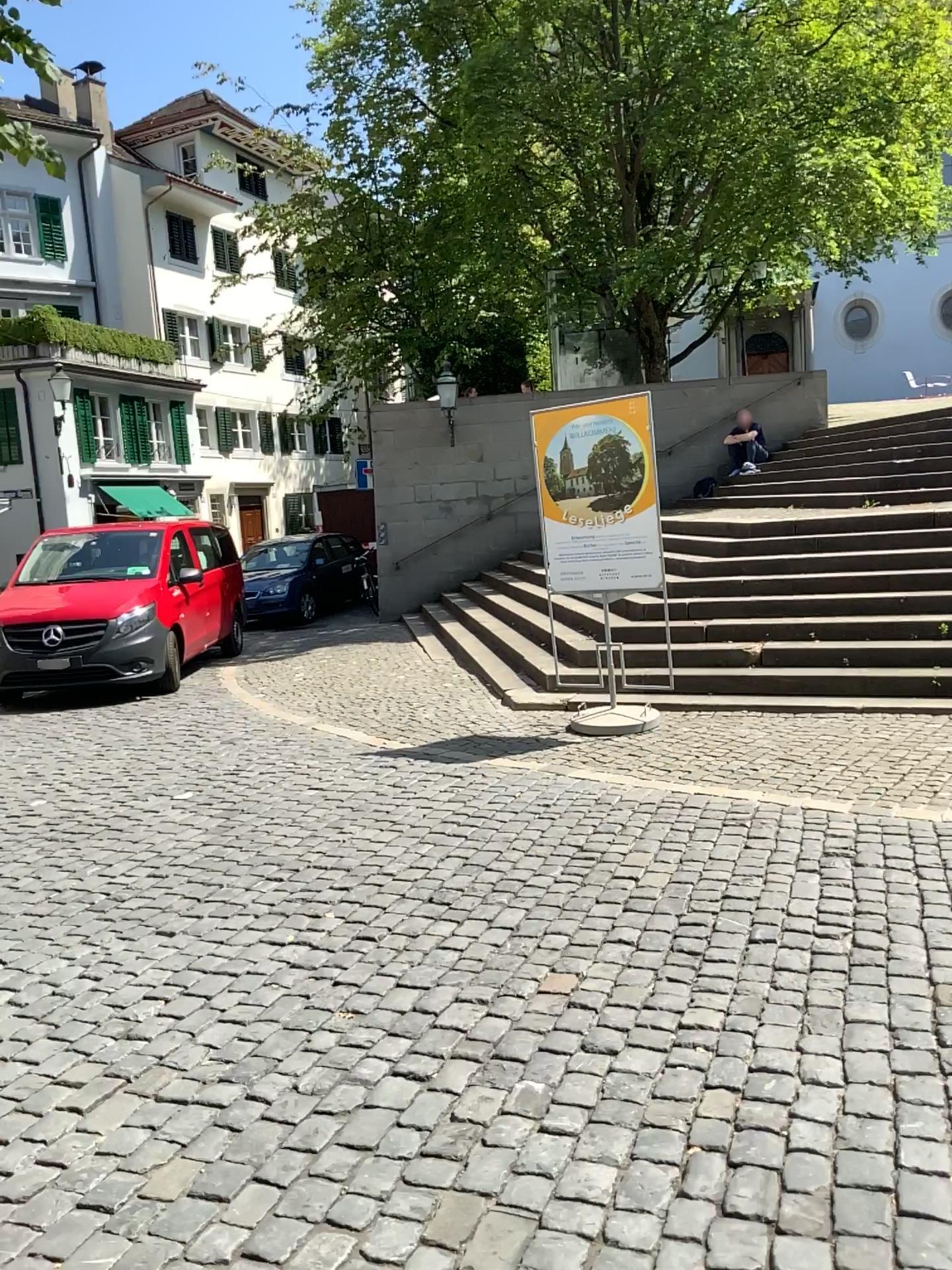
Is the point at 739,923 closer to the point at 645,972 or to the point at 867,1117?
the point at 645,972
